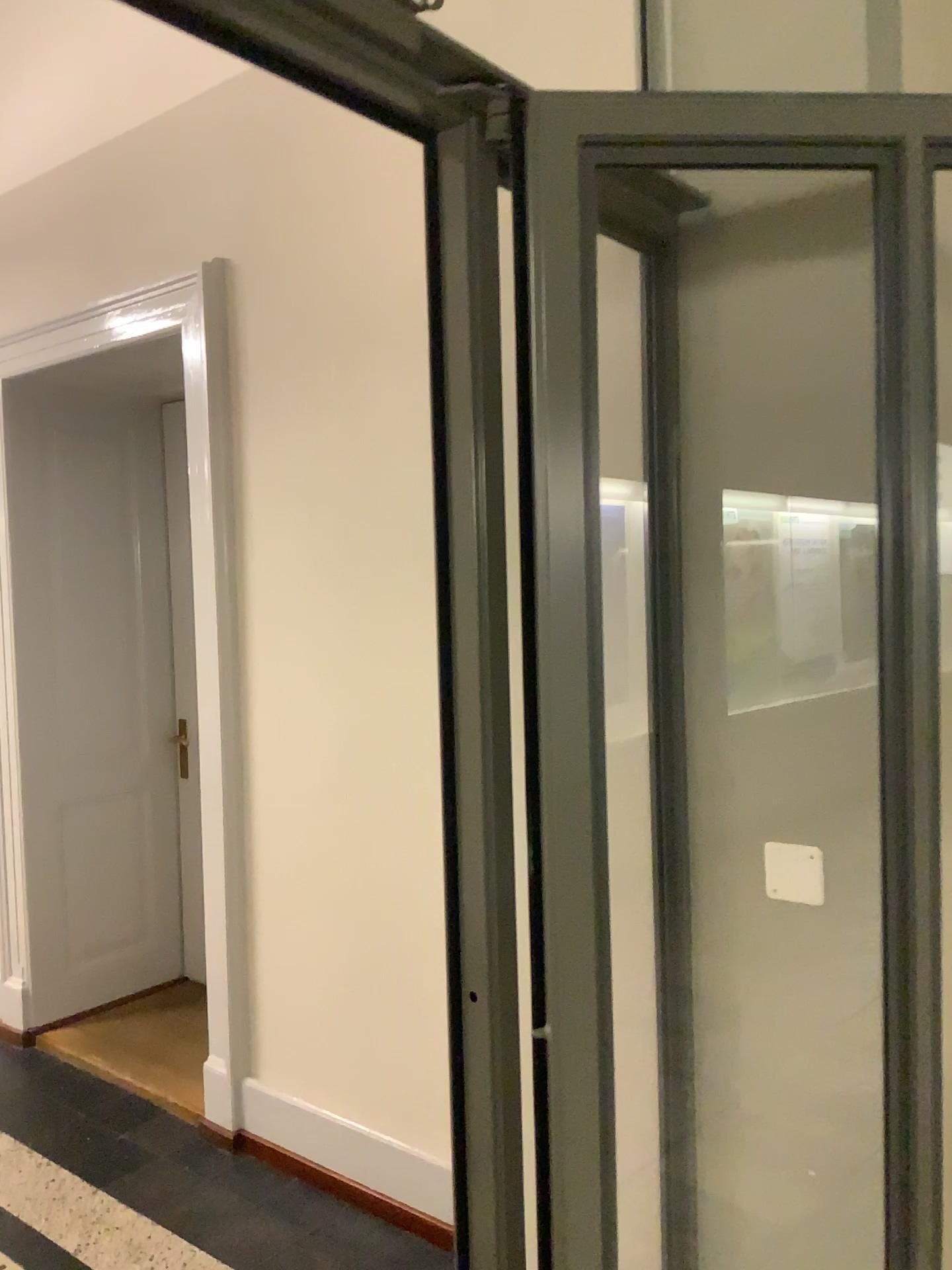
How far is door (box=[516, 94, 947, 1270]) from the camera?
1.10m

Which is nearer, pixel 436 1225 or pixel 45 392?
pixel 436 1225

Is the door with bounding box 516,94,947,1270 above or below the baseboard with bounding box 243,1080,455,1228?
above

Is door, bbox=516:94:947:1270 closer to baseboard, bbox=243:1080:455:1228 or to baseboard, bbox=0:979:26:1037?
baseboard, bbox=243:1080:455:1228

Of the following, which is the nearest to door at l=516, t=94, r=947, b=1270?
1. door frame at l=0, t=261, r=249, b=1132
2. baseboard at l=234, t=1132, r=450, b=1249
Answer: baseboard at l=234, t=1132, r=450, b=1249

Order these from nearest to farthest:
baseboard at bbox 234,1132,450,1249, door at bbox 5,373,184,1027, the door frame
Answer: baseboard at bbox 234,1132,450,1249, the door frame, door at bbox 5,373,184,1027

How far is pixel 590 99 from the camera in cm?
110

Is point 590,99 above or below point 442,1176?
above

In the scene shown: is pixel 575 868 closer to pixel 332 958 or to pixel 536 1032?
pixel 536 1032

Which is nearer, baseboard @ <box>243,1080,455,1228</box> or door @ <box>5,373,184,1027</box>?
baseboard @ <box>243,1080,455,1228</box>
